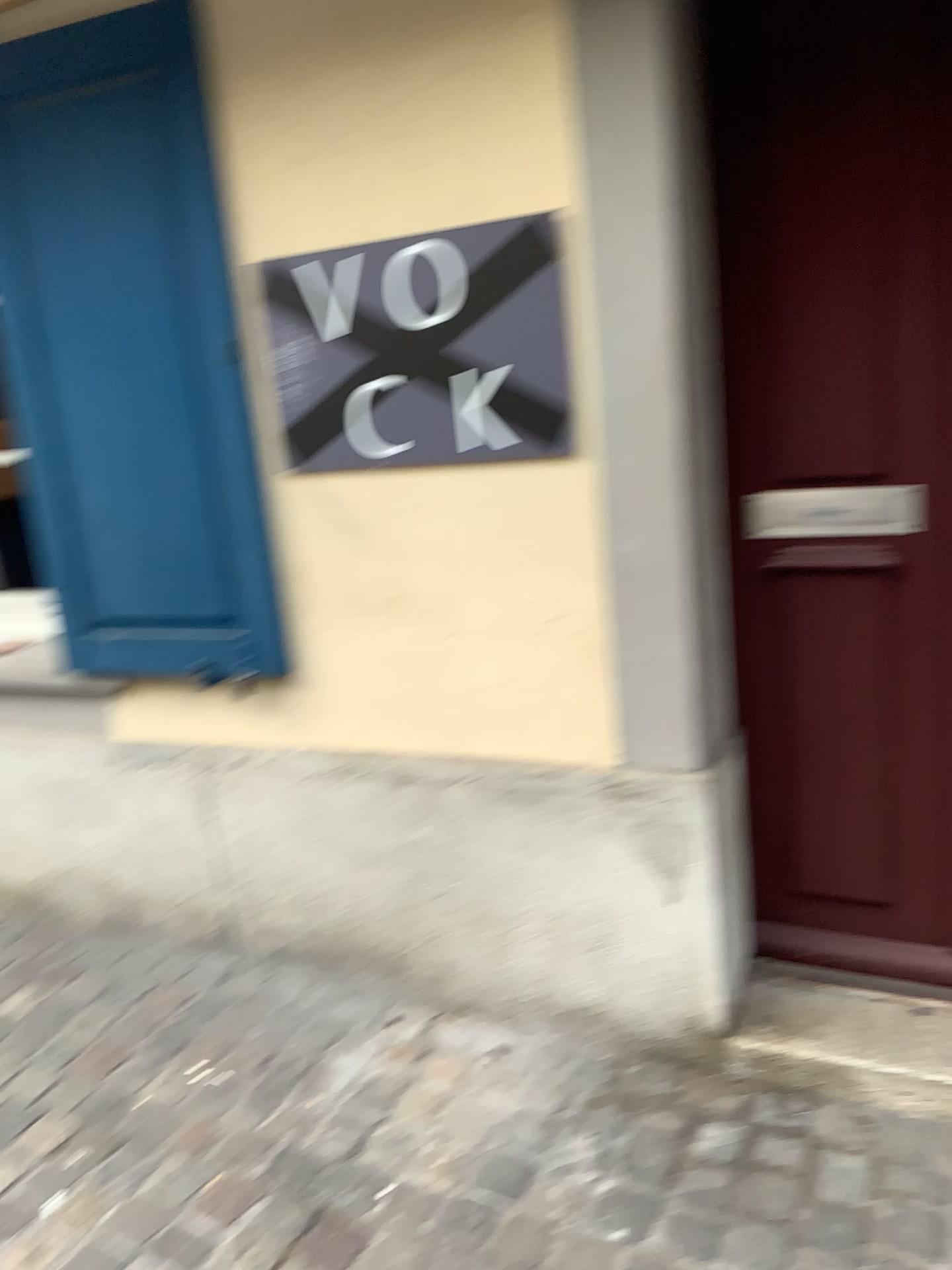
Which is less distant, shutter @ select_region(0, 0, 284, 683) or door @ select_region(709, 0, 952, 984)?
door @ select_region(709, 0, 952, 984)

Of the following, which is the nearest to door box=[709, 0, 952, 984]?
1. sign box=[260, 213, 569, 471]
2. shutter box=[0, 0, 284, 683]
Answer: sign box=[260, 213, 569, 471]

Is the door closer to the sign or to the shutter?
the sign

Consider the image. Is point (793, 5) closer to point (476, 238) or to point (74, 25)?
point (476, 238)

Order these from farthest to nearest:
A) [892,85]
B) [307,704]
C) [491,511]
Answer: [307,704] < [491,511] < [892,85]

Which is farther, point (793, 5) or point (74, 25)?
point (74, 25)

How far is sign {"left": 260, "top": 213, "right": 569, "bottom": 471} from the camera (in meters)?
1.75

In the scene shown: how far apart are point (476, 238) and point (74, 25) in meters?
0.9
